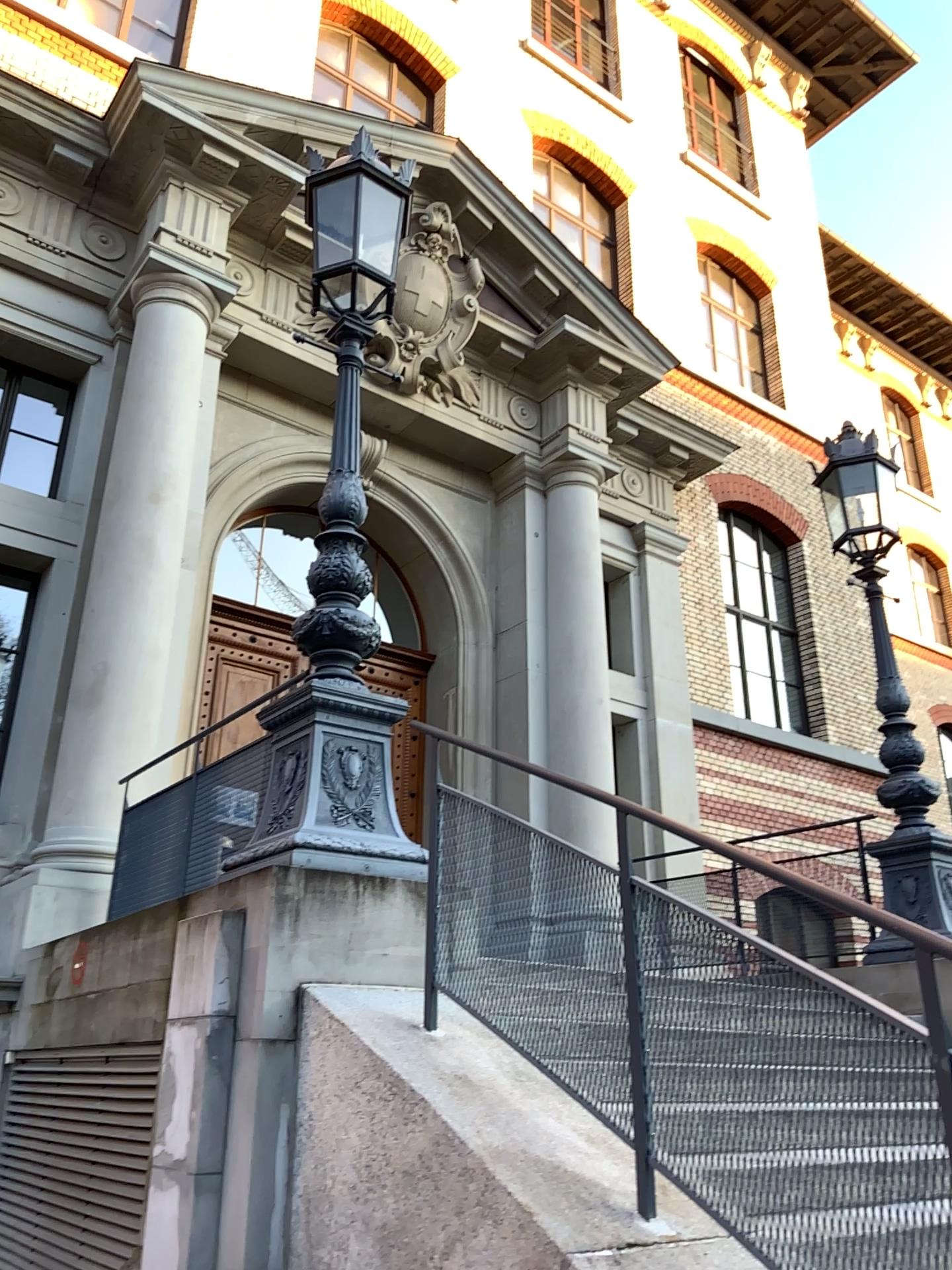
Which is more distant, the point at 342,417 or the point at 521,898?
the point at 342,417
